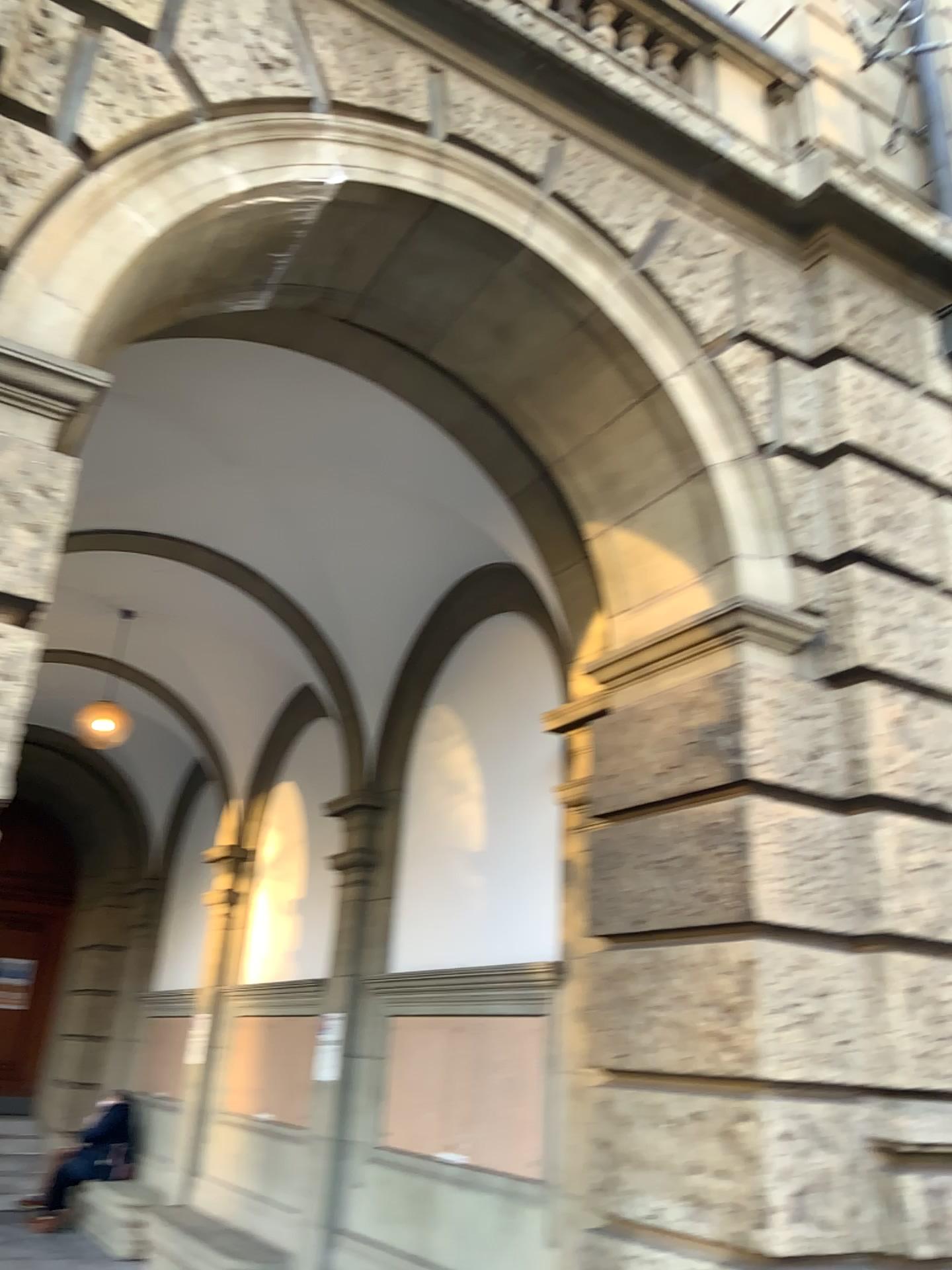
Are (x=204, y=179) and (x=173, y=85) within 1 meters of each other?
yes
